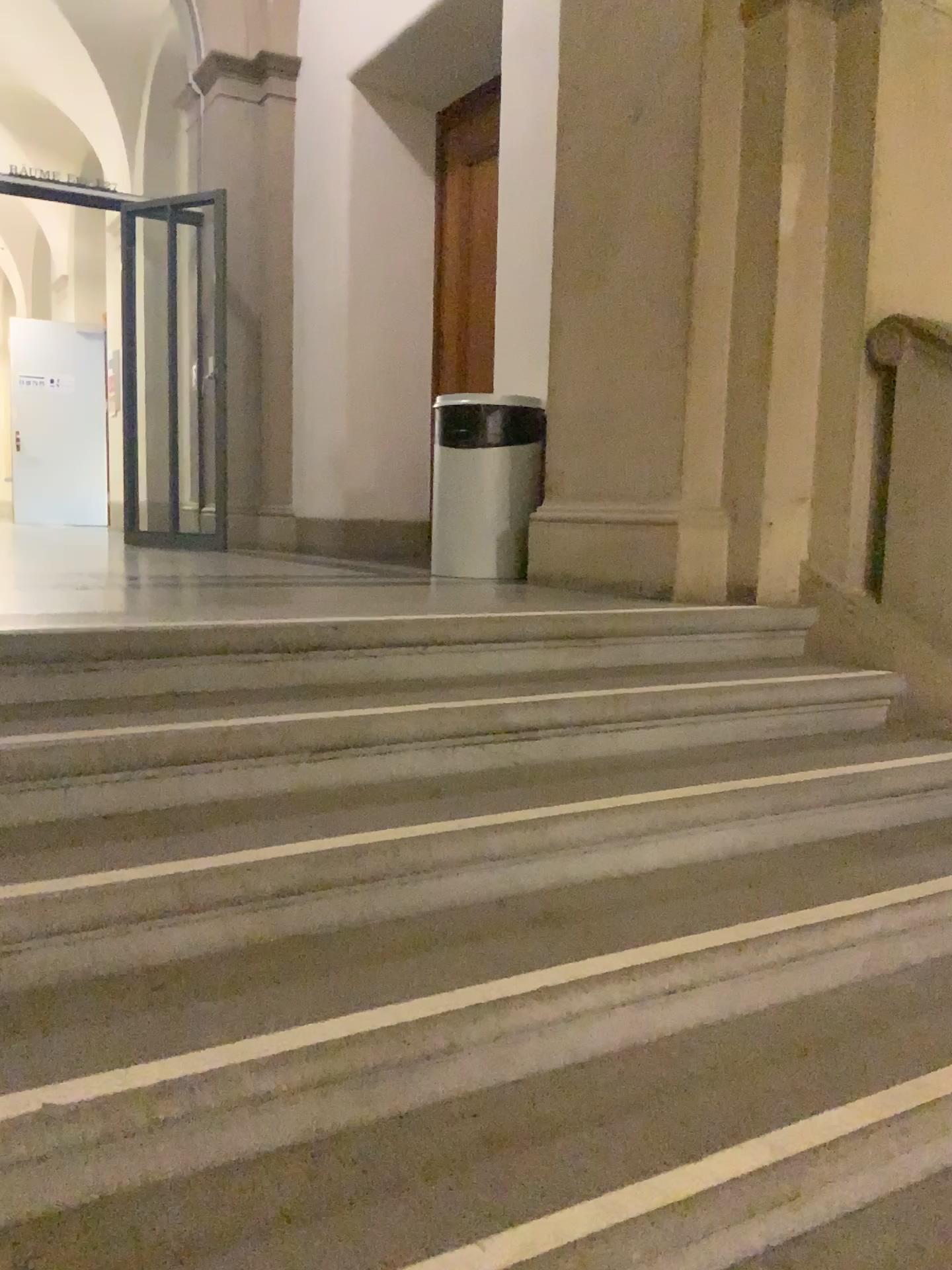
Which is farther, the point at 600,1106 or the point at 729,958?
the point at 729,958

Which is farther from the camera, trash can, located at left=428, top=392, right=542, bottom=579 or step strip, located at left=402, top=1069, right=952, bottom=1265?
trash can, located at left=428, top=392, right=542, bottom=579

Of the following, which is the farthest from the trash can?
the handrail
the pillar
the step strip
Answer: the step strip

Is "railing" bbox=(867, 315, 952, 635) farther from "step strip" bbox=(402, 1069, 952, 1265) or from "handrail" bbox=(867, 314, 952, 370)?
"step strip" bbox=(402, 1069, 952, 1265)

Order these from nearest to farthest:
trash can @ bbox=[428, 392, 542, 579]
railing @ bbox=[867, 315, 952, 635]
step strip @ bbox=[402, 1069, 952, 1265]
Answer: step strip @ bbox=[402, 1069, 952, 1265]
railing @ bbox=[867, 315, 952, 635]
trash can @ bbox=[428, 392, 542, 579]

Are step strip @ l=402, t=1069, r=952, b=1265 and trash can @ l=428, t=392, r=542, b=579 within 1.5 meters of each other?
no

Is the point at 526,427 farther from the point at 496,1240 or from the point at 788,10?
the point at 496,1240

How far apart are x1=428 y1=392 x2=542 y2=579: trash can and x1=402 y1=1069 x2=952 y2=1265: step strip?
2.8 meters

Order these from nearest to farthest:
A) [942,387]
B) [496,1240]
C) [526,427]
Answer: [496,1240] → [942,387] → [526,427]

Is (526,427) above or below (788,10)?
below
